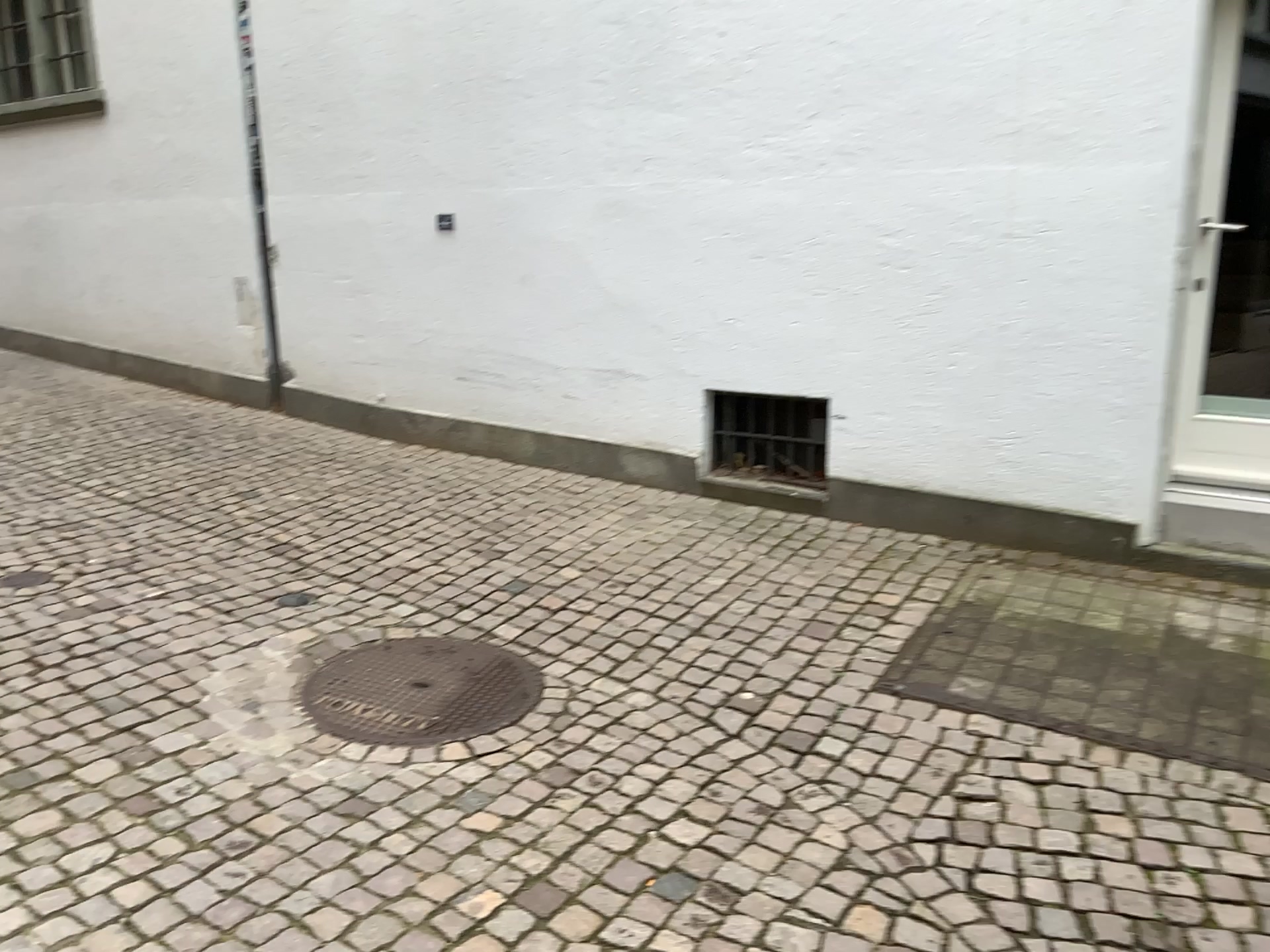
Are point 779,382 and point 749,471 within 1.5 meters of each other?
yes

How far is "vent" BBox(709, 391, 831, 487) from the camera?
4.7 meters

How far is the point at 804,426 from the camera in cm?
470

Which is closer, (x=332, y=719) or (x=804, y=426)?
(x=332, y=719)

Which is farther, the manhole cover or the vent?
the vent

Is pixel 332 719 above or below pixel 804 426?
below
